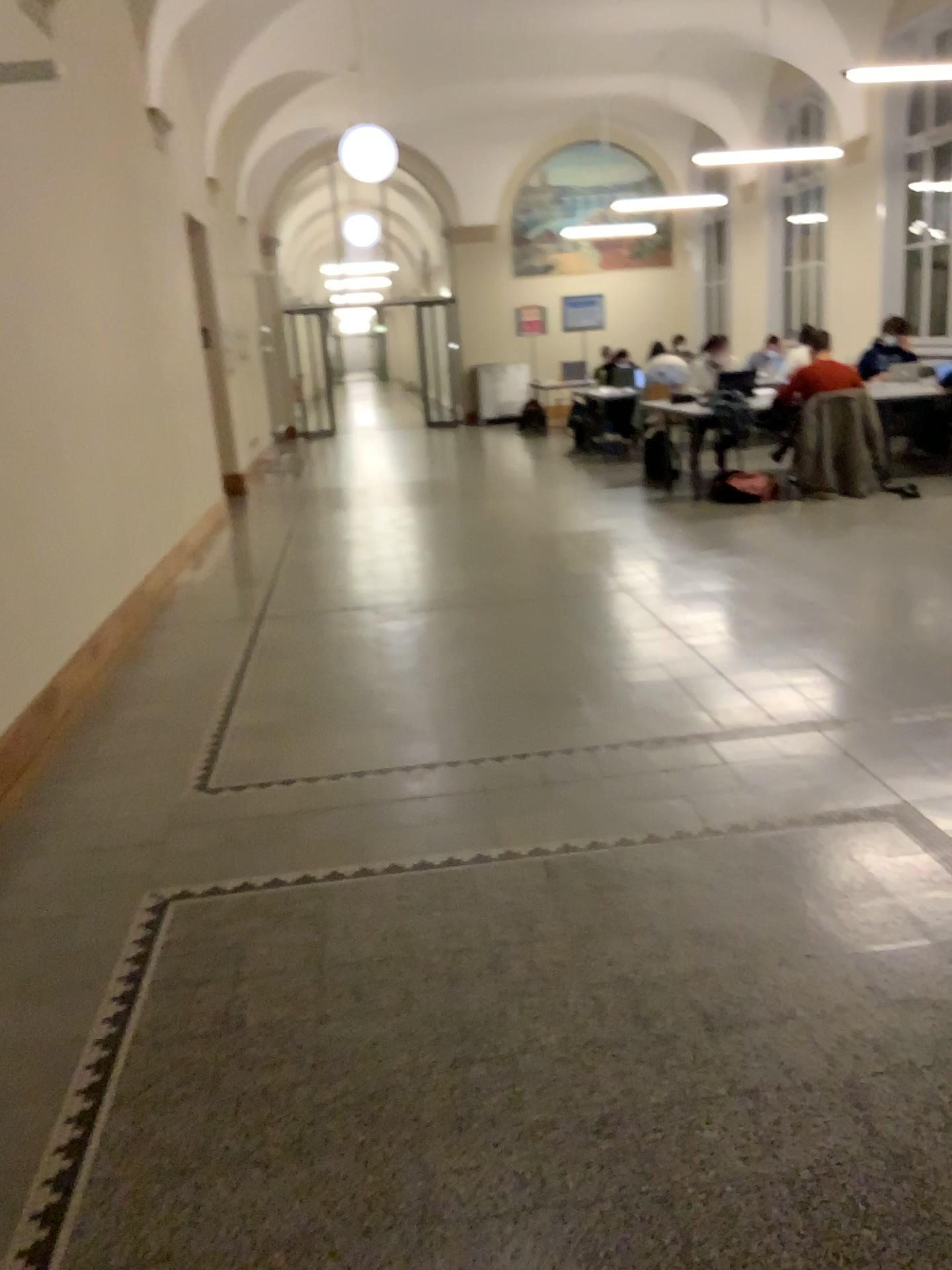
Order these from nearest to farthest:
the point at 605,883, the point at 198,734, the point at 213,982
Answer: the point at 213,982, the point at 605,883, the point at 198,734
